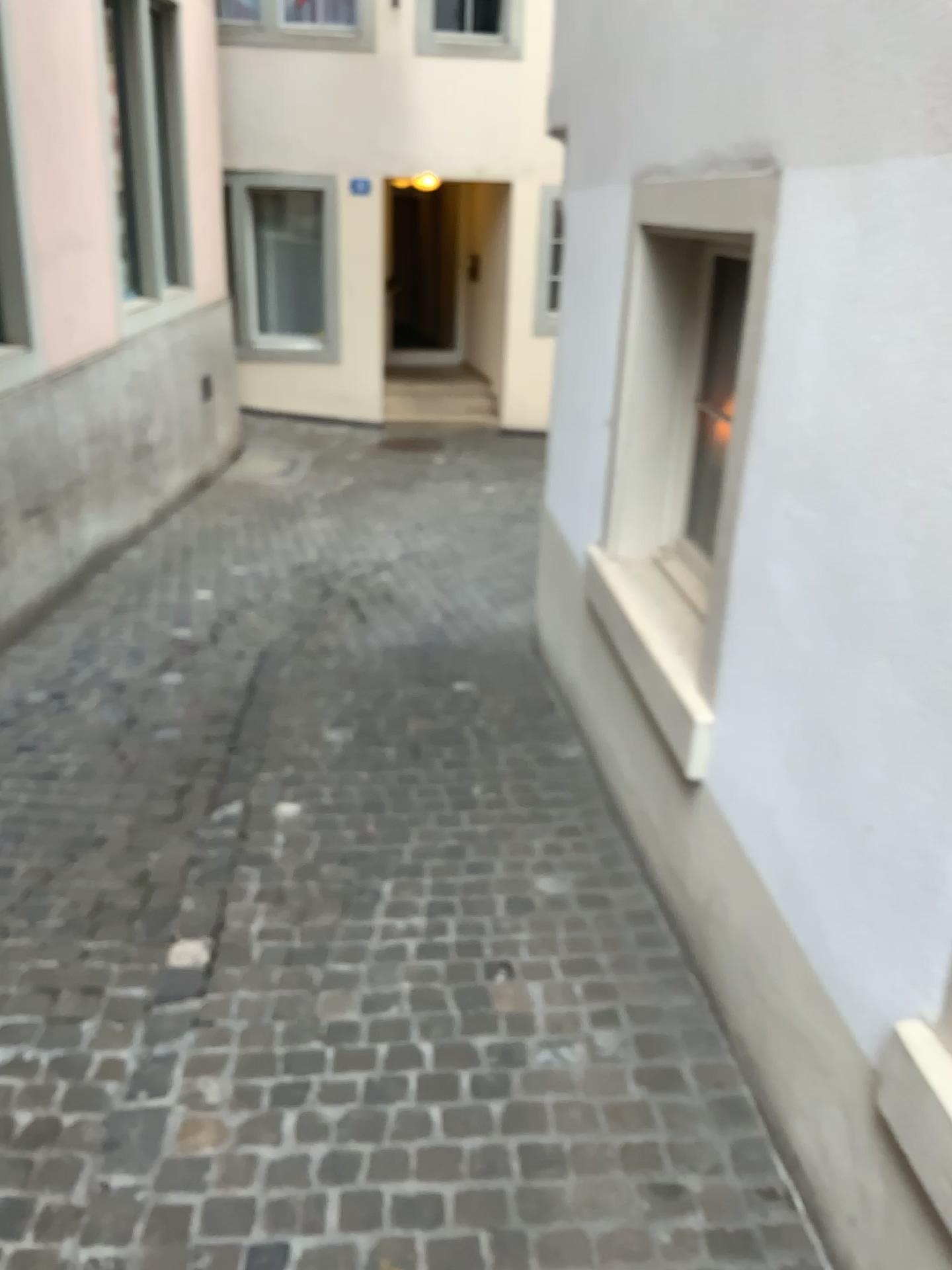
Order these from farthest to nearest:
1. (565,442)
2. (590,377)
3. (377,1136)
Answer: (565,442) → (590,377) → (377,1136)
